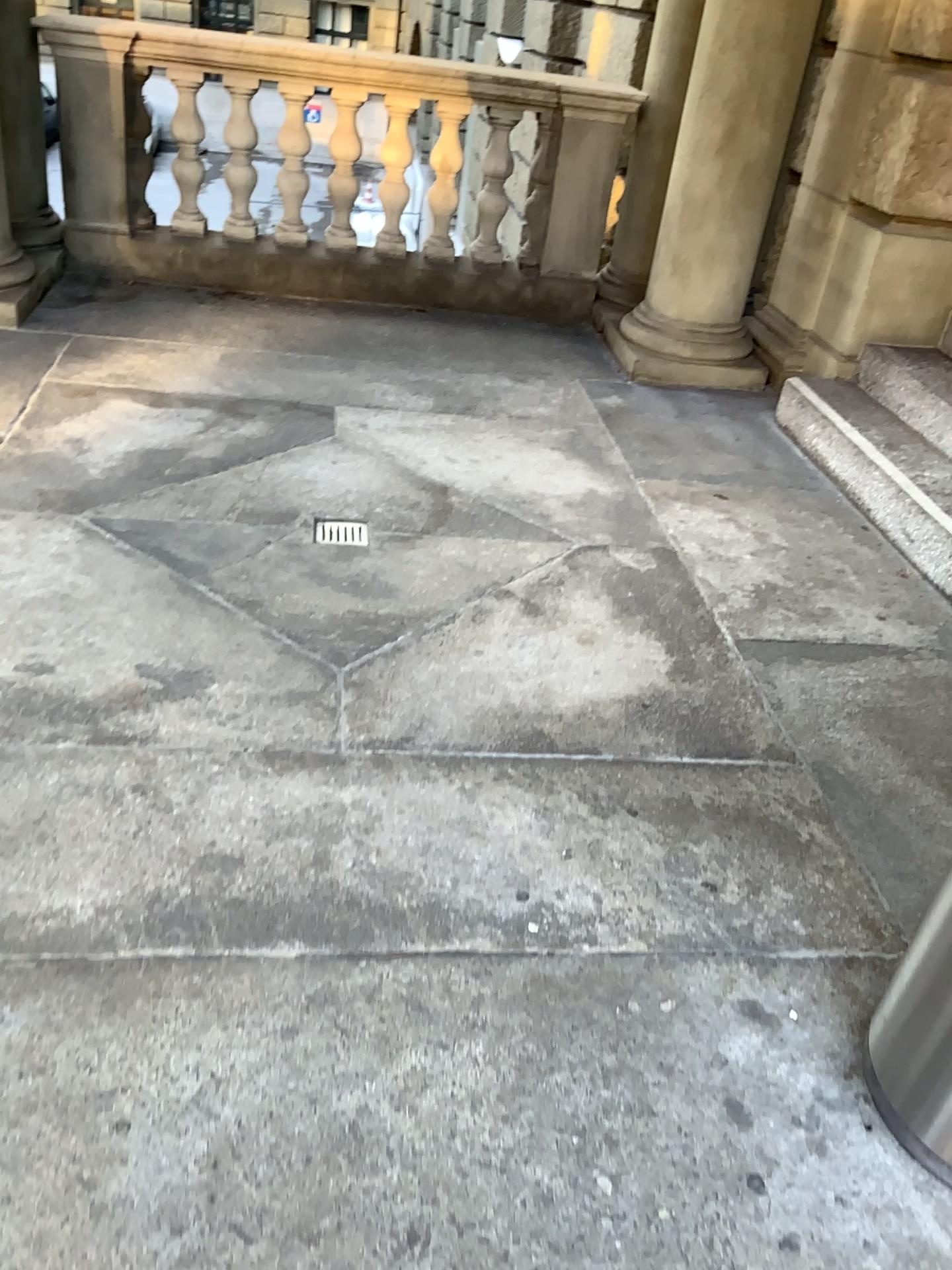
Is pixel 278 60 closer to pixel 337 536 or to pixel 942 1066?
pixel 337 536

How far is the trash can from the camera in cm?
148

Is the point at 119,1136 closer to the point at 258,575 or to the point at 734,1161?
the point at 734,1161

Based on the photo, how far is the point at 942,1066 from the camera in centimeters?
148cm

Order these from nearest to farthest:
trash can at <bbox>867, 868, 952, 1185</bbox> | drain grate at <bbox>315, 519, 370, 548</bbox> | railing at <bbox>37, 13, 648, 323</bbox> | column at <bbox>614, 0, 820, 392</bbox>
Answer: trash can at <bbox>867, 868, 952, 1185</bbox>, drain grate at <bbox>315, 519, 370, 548</bbox>, column at <bbox>614, 0, 820, 392</bbox>, railing at <bbox>37, 13, 648, 323</bbox>

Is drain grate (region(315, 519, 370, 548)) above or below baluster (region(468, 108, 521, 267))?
below

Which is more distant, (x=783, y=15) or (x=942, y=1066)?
(x=783, y=15)

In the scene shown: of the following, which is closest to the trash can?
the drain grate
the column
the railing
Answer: the drain grate

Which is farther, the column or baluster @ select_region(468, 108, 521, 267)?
baluster @ select_region(468, 108, 521, 267)

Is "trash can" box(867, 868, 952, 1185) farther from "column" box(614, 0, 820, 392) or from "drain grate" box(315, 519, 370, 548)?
"column" box(614, 0, 820, 392)
